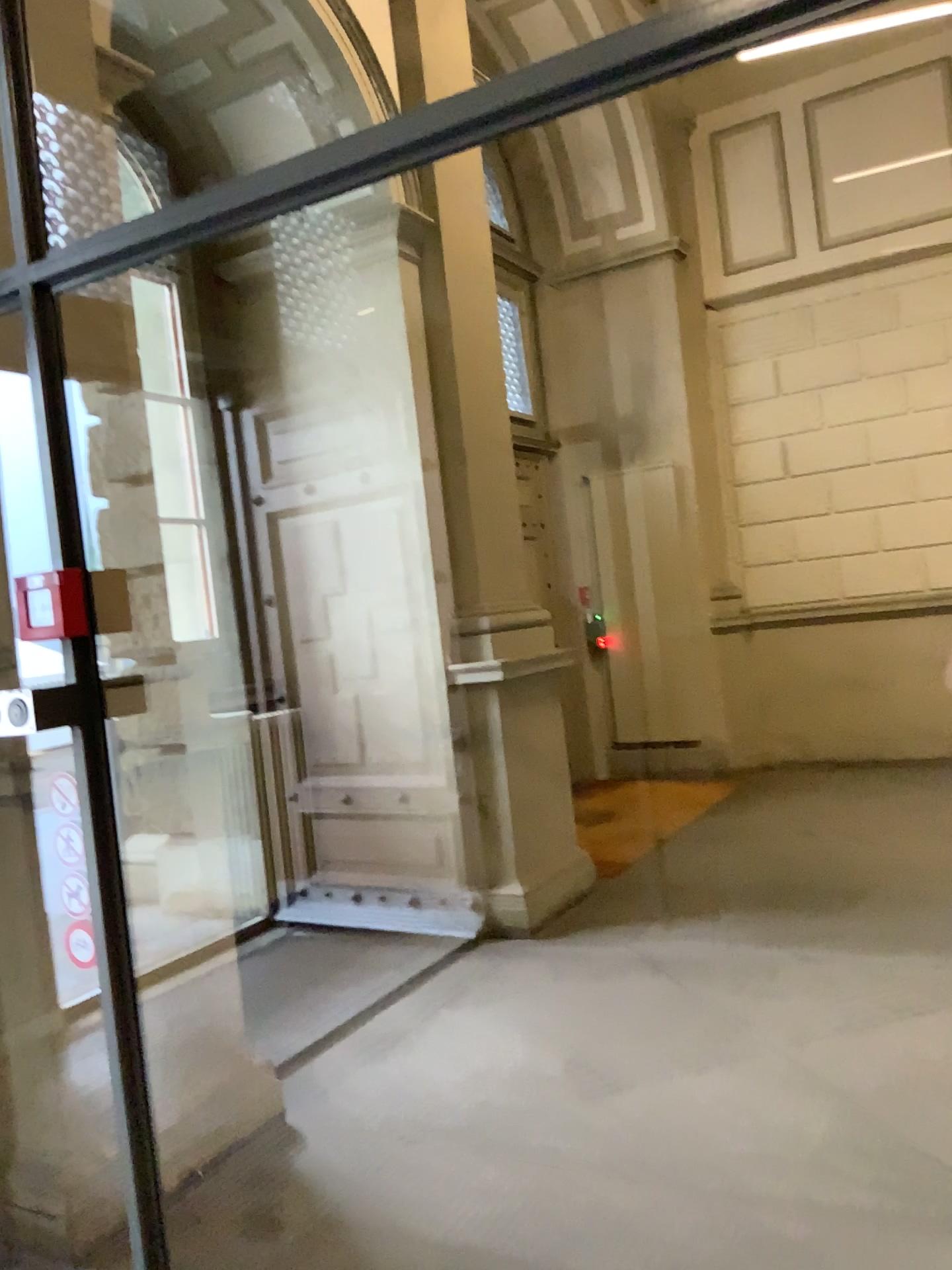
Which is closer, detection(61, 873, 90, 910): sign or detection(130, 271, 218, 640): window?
detection(61, 873, 90, 910): sign

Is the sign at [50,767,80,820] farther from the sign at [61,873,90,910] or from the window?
the window

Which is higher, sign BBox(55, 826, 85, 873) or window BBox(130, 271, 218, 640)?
window BBox(130, 271, 218, 640)

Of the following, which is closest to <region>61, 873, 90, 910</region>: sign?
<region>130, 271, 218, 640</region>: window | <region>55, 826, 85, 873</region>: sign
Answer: <region>55, 826, 85, 873</region>: sign

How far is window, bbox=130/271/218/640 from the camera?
3.4m

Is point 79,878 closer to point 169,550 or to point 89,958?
point 89,958

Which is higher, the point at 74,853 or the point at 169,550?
the point at 169,550

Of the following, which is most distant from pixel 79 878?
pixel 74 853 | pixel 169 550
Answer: pixel 169 550

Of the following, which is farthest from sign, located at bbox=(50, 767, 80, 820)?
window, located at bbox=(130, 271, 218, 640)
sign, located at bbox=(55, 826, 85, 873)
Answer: window, located at bbox=(130, 271, 218, 640)

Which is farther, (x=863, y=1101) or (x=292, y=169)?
(x=863, y=1101)
